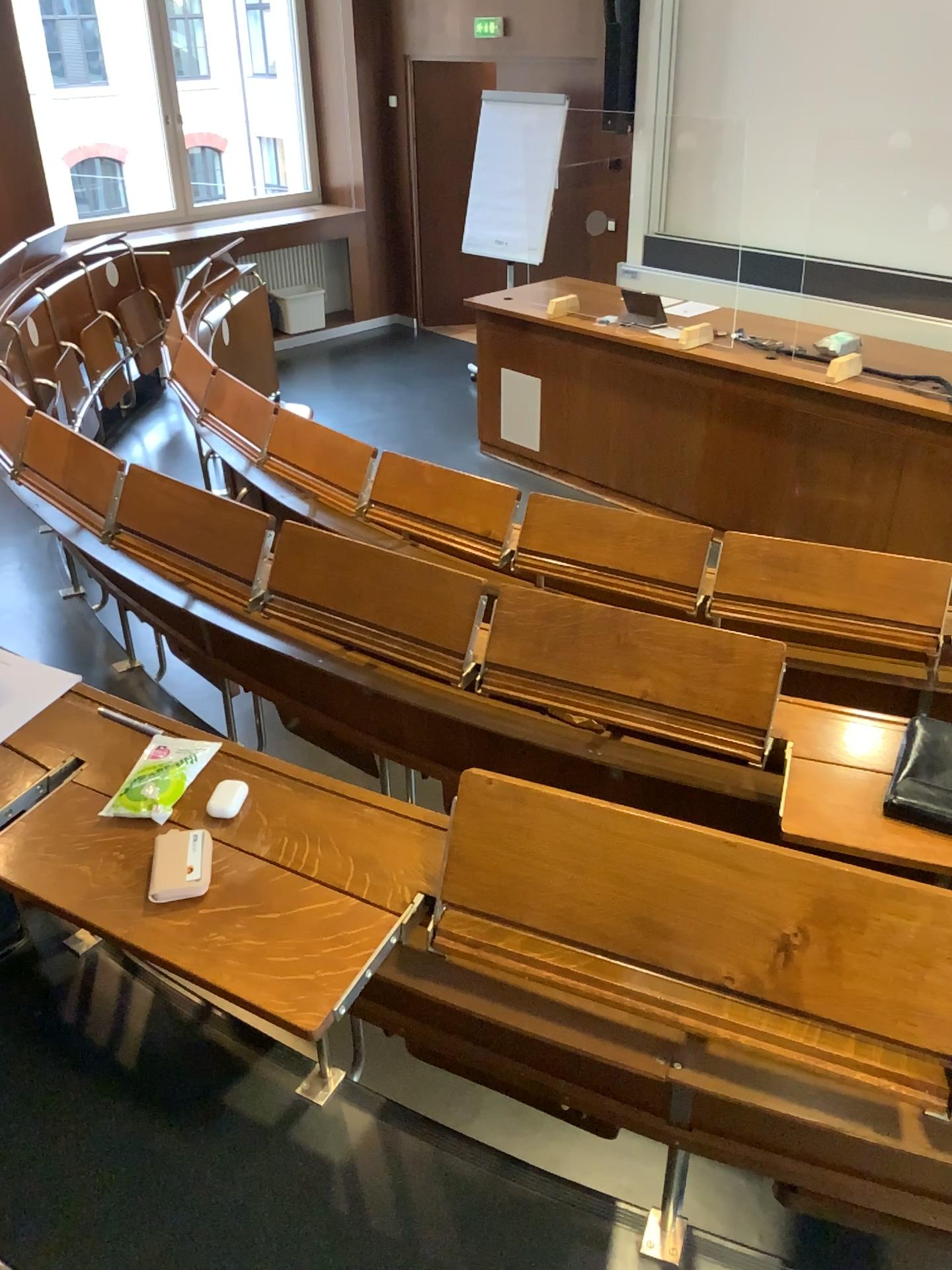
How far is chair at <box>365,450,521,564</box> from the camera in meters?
3.0 m

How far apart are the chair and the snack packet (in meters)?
1.52

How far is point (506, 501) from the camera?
3.0 meters

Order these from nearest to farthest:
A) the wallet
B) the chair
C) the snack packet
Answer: the snack packet → the wallet → the chair

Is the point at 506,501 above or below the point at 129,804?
below

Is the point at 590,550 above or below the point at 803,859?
below

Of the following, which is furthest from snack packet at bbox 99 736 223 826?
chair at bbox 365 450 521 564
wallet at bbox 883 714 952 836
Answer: chair at bbox 365 450 521 564

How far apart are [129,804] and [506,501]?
1.76m

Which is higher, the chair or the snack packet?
the snack packet

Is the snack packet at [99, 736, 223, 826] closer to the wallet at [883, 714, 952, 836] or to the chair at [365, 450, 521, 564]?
the wallet at [883, 714, 952, 836]
